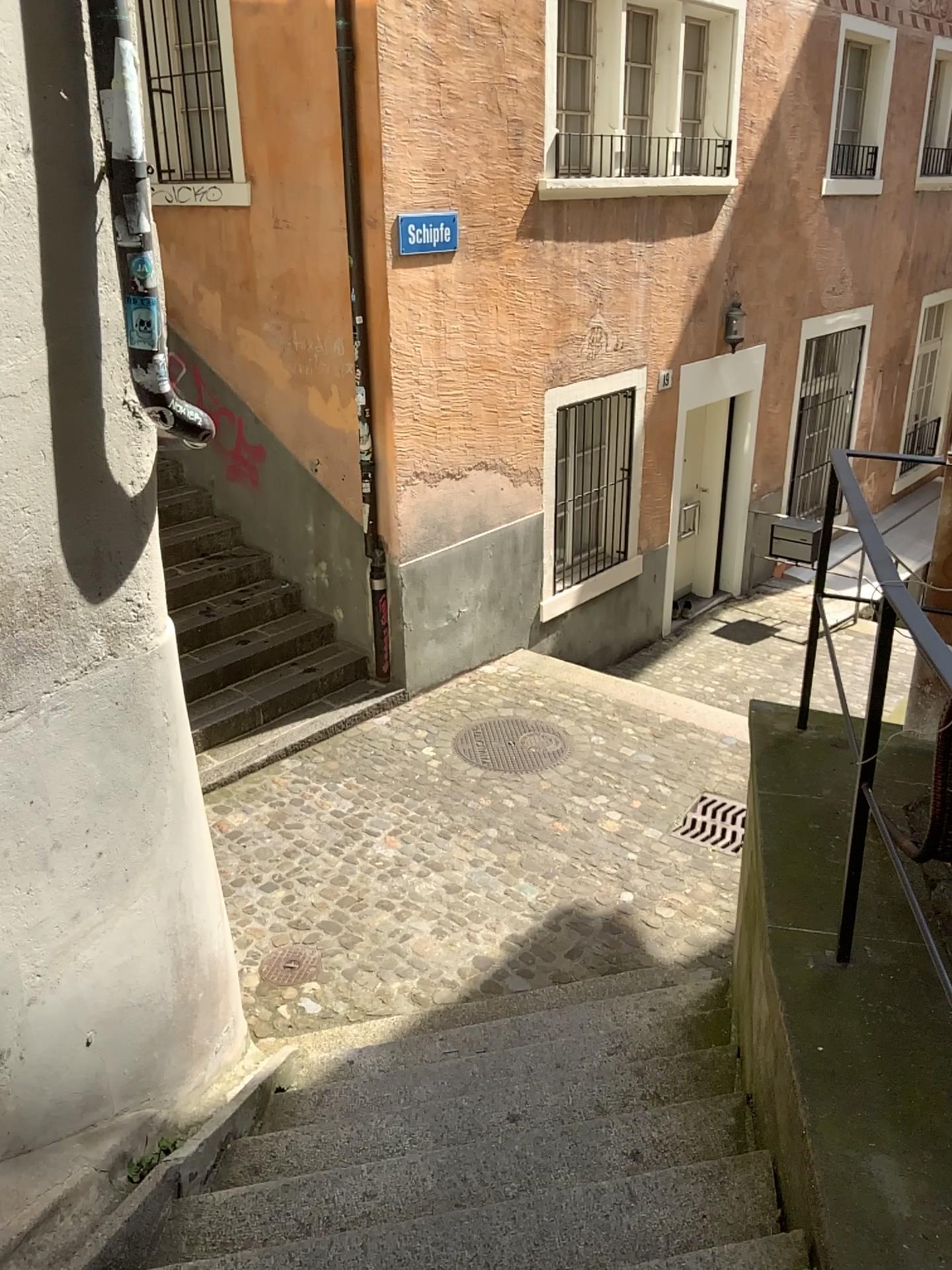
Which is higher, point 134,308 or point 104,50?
point 104,50

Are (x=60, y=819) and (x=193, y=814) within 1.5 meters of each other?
yes
